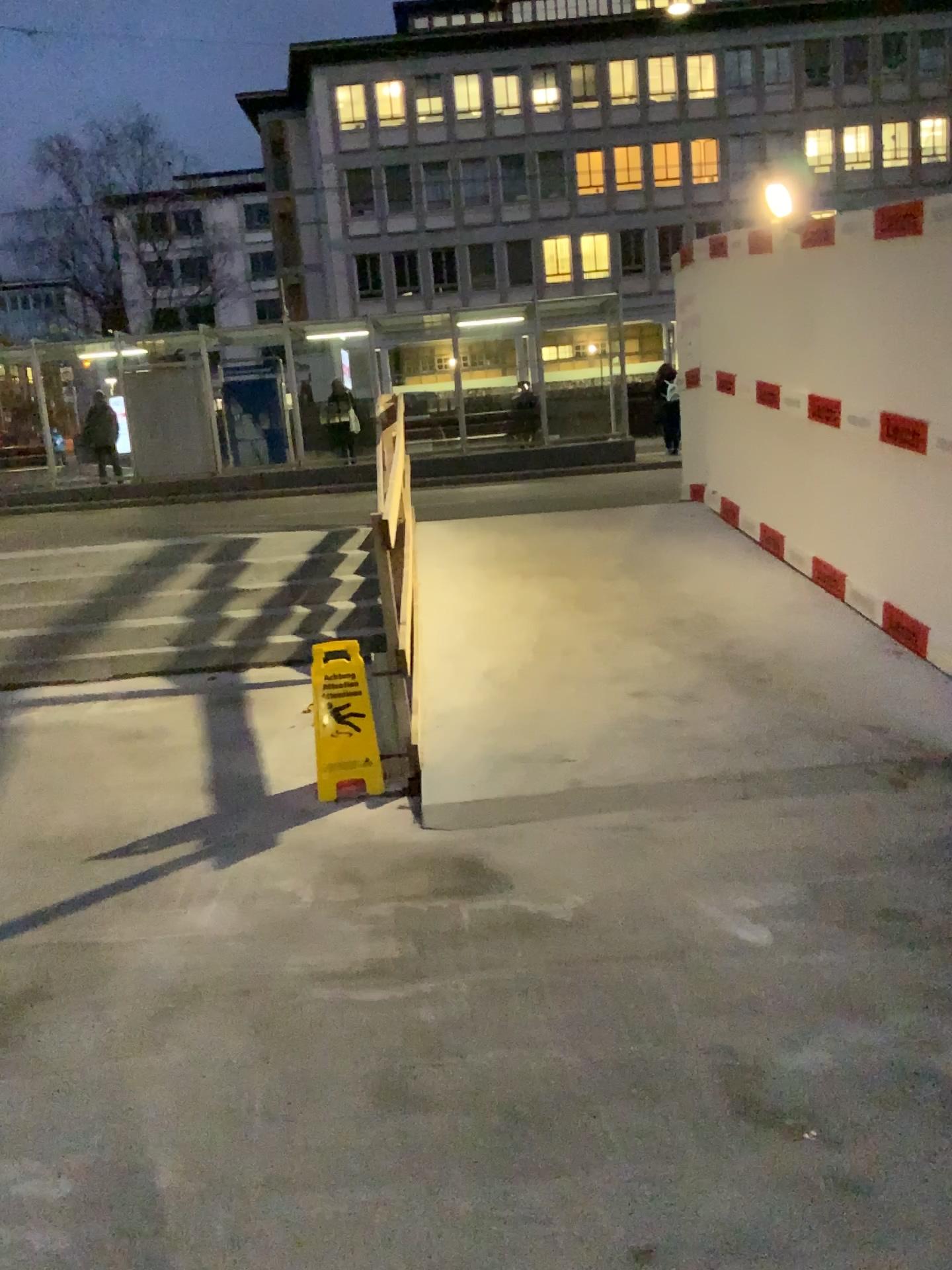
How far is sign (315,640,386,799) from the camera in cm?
426

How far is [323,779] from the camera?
4.3m

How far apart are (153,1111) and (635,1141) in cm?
107
